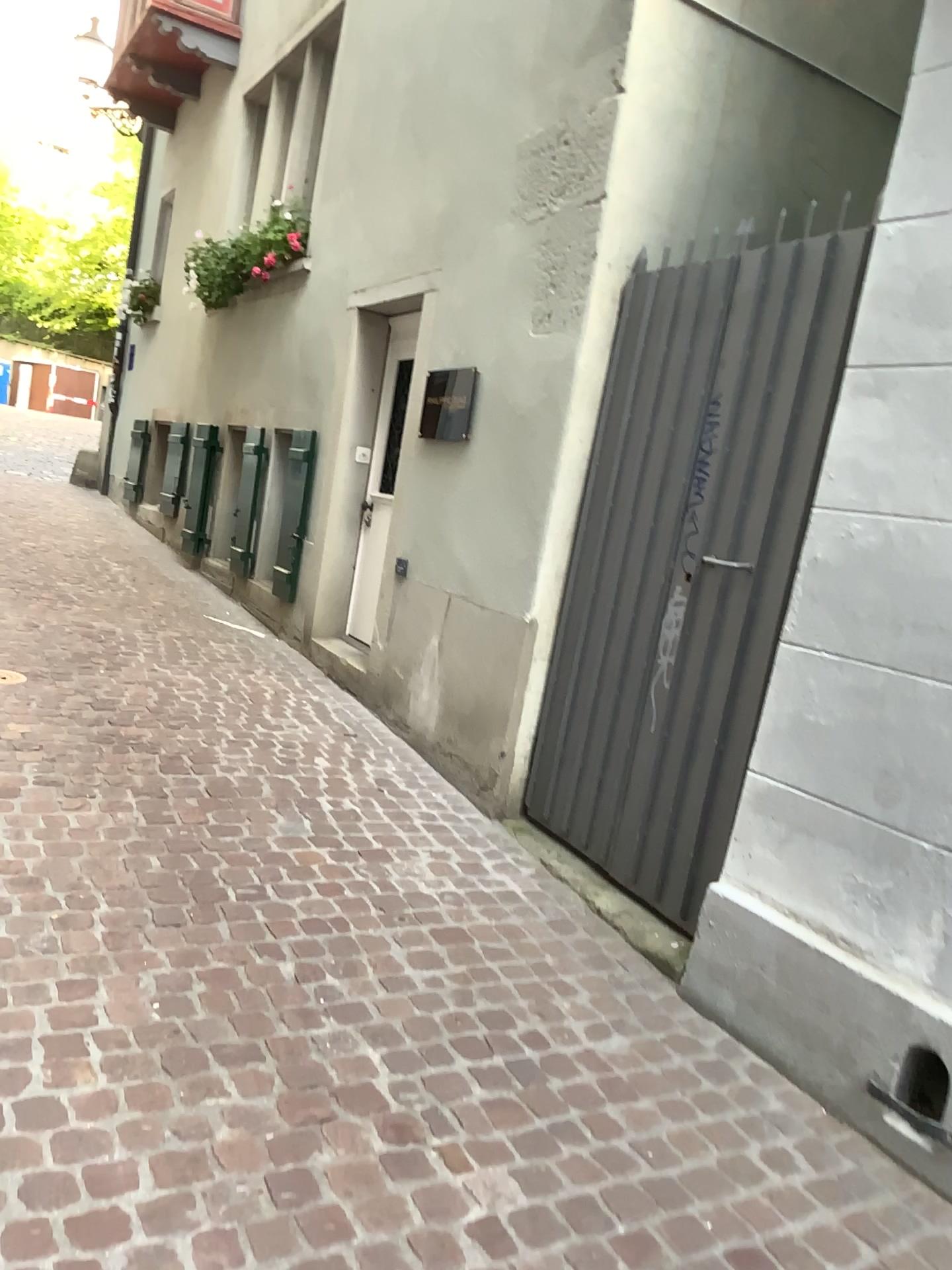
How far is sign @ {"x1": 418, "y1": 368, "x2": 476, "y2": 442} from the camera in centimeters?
448cm

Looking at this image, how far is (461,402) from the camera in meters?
4.5

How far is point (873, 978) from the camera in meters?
2.4

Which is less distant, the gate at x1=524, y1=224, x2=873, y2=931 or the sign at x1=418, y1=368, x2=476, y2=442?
the gate at x1=524, y1=224, x2=873, y2=931

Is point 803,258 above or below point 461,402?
above

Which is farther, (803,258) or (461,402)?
(461,402)
